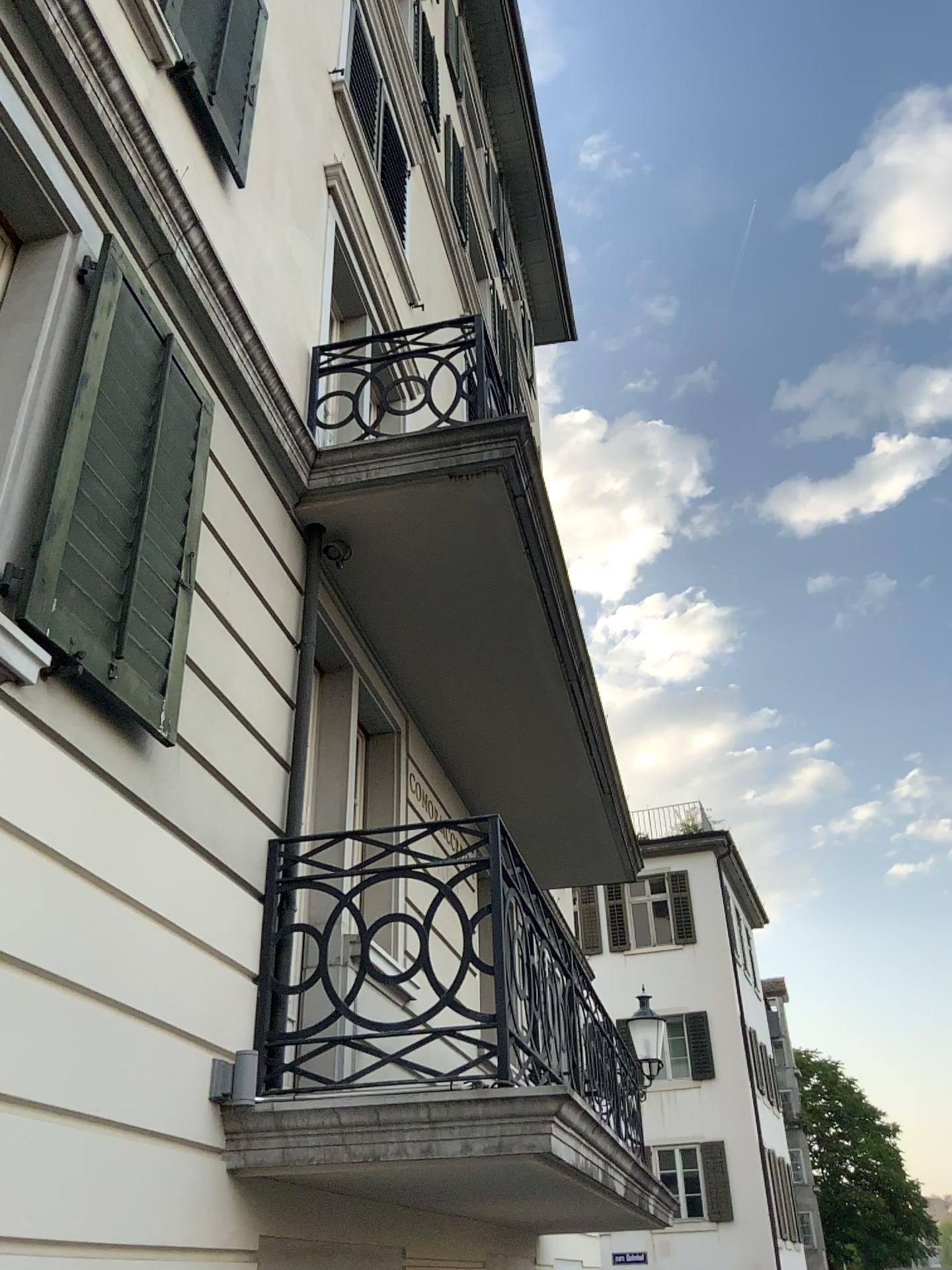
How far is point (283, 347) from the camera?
4.9 meters
